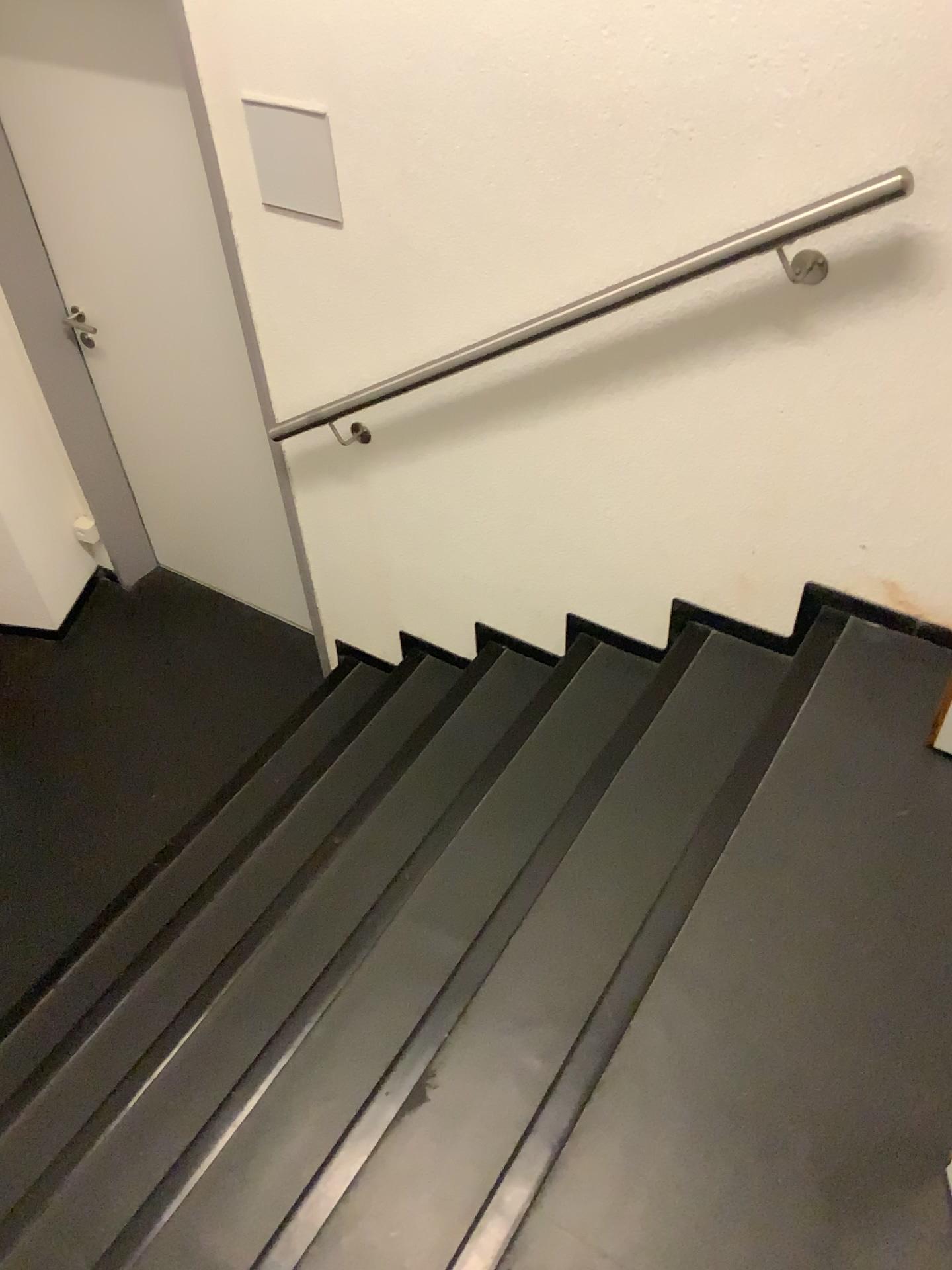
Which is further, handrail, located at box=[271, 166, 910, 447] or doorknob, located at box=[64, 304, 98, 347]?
doorknob, located at box=[64, 304, 98, 347]

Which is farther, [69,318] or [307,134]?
[69,318]

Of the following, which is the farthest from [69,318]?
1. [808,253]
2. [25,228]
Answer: [808,253]

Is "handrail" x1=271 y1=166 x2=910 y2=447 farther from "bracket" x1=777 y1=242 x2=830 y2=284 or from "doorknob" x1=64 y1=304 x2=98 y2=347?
"doorknob" x1=64 y1=304 x2=98 y2=347

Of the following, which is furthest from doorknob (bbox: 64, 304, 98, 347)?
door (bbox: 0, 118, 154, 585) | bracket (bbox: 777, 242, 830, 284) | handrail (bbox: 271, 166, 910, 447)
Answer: bracket (bbox: 777, 242, 830, 284)

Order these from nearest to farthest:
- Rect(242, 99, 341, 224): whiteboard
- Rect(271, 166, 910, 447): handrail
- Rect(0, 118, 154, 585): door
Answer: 1. Rect(271, 166, 910, 447): handrail
2. Rect(242, 99, 341, 224): whiteboard
3. Rect(0, 118, 154, 585): door

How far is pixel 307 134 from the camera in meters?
2.1 m

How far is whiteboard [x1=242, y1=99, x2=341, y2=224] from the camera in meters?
2.1

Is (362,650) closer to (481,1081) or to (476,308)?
(476,308)

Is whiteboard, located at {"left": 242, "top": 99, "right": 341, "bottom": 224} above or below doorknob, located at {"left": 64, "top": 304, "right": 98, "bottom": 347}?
above
